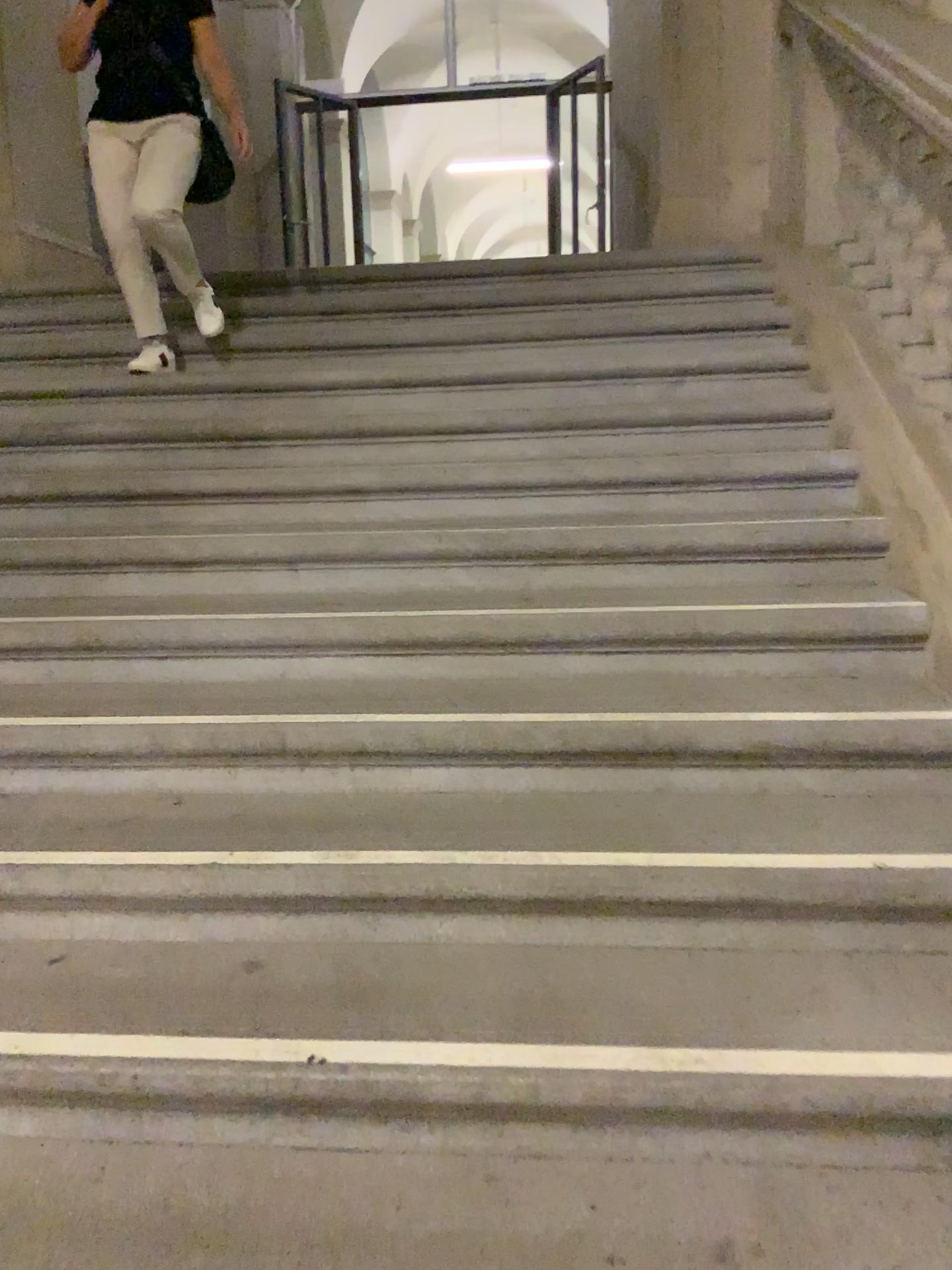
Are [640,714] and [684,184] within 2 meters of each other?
no
